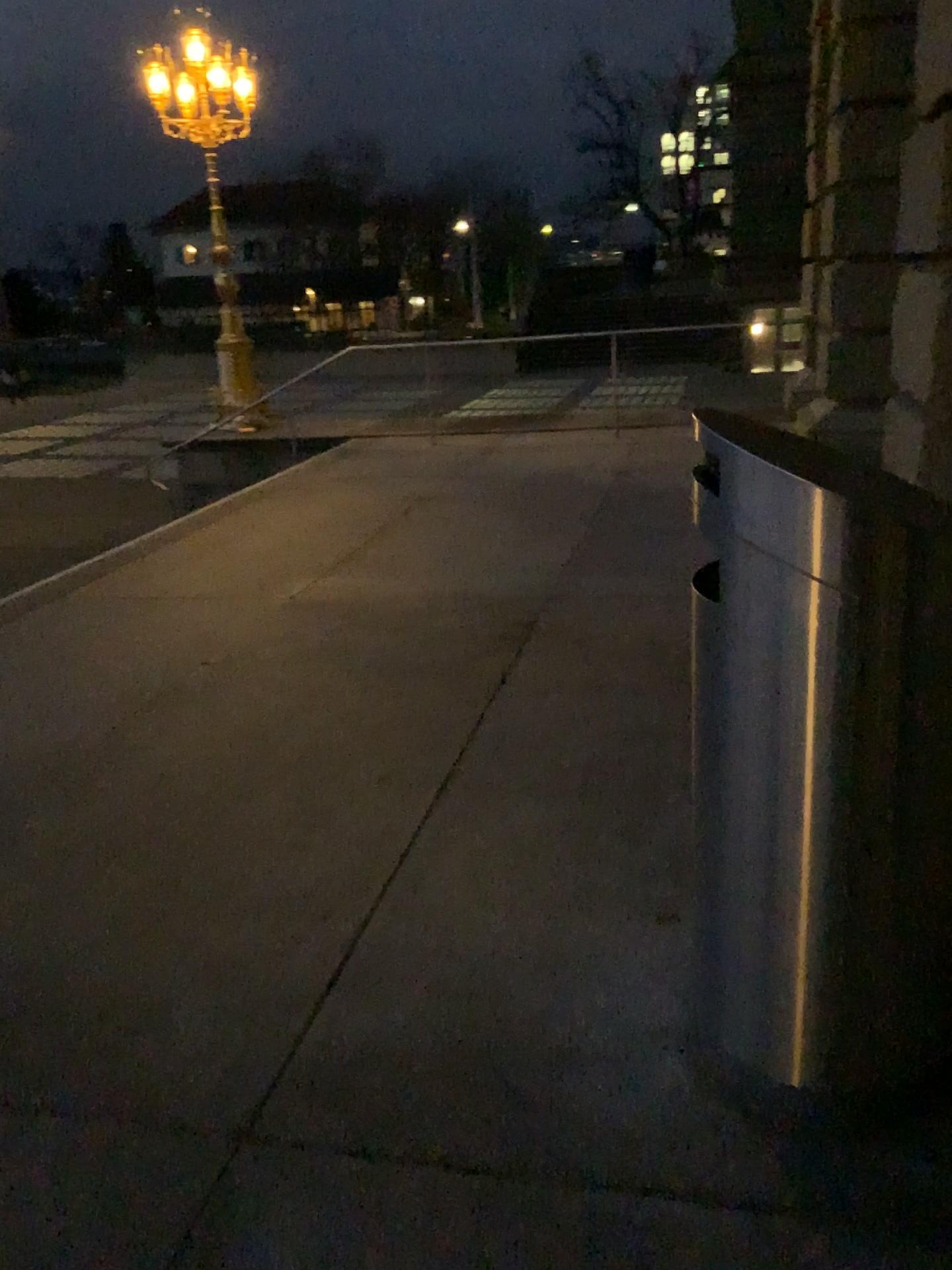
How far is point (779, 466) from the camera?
1.62m

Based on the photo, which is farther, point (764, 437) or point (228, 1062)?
point (228, 1062)

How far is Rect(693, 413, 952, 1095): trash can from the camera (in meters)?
1.62
